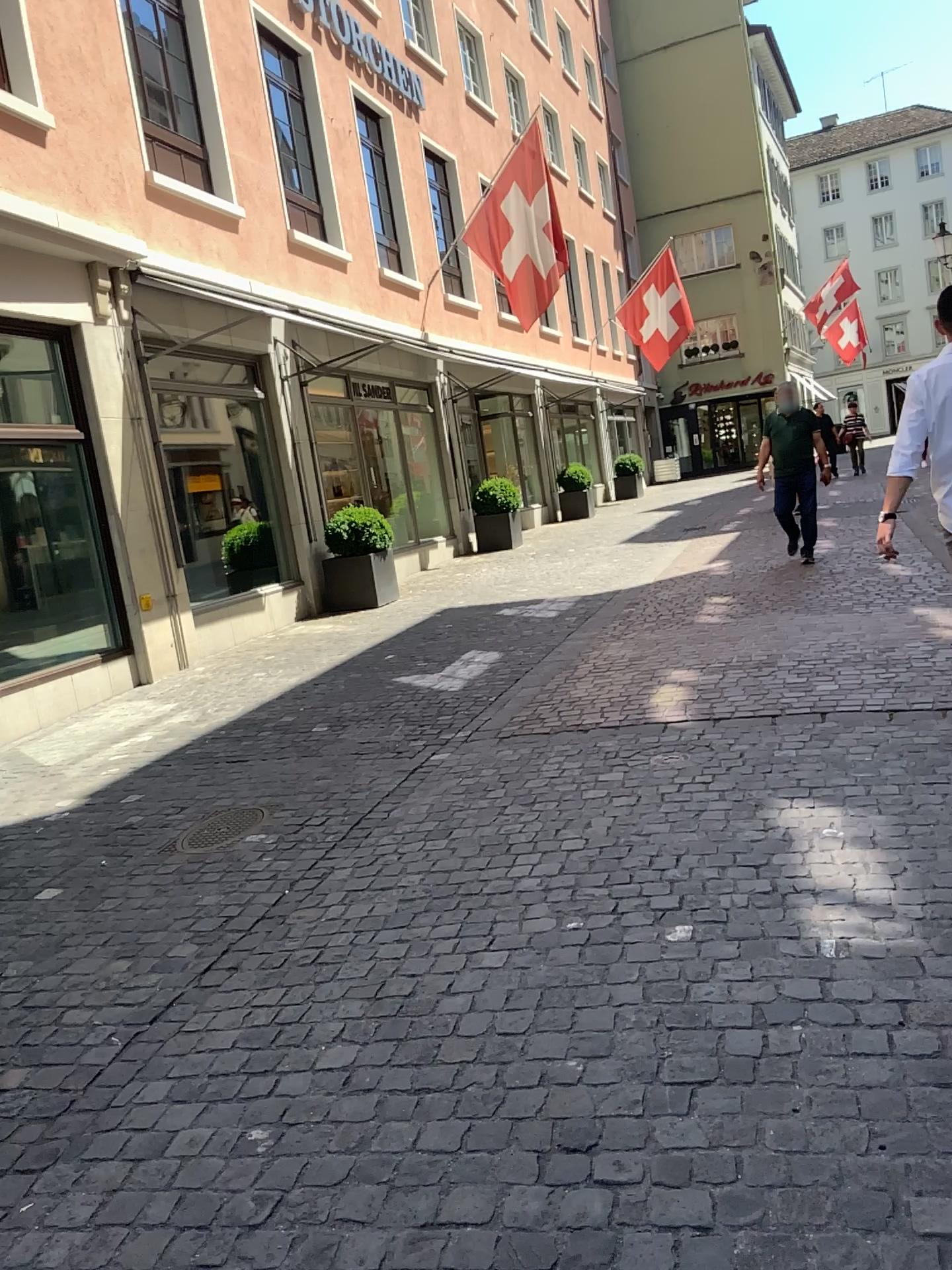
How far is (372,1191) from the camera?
1.99m
